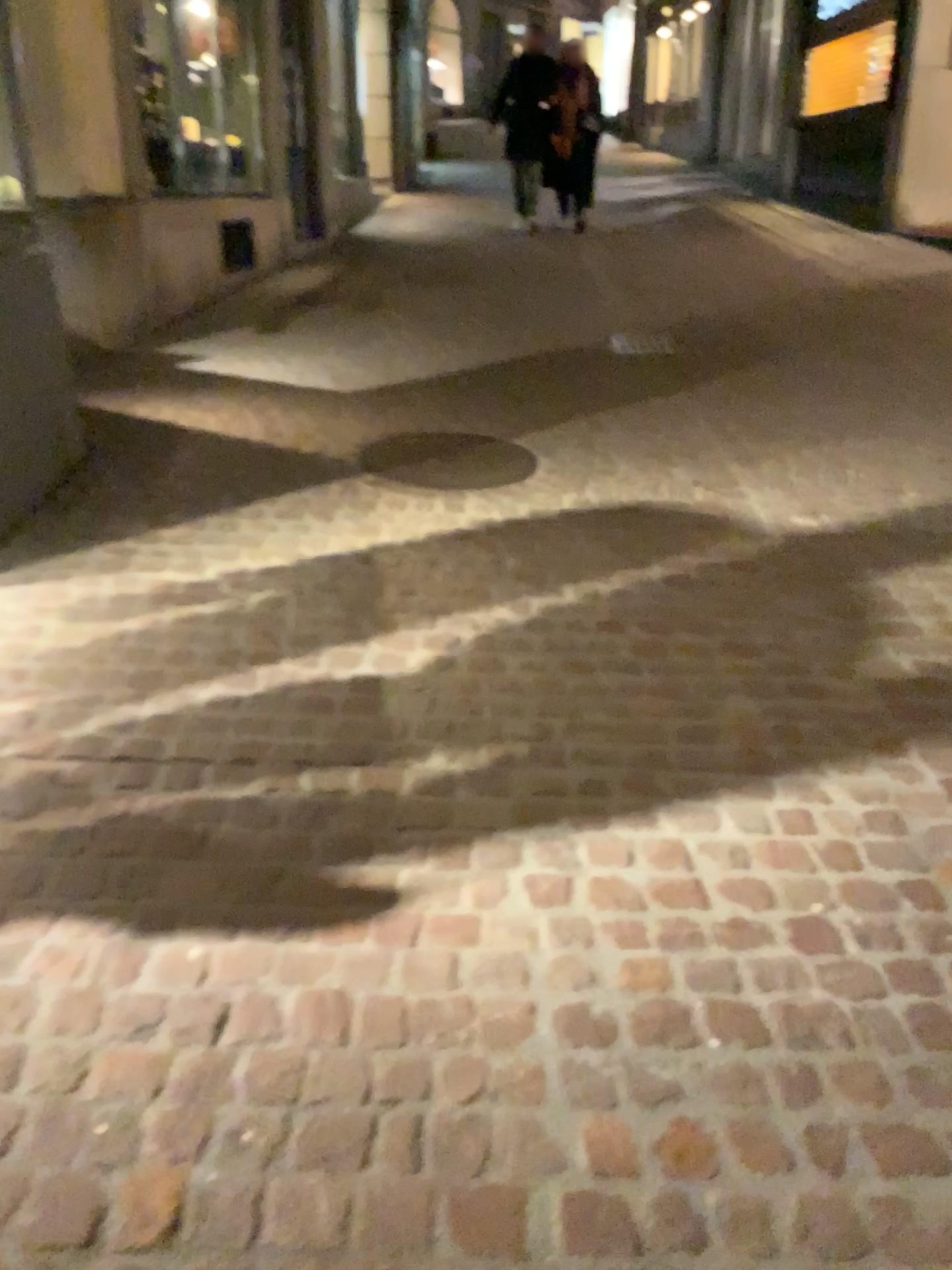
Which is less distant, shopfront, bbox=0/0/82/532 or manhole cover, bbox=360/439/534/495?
shopfront, bbox=0/0/82/532

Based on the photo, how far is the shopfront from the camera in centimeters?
339cm

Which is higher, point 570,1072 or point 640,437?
point 640,437

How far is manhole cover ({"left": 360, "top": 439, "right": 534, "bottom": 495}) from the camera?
4.05m

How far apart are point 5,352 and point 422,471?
1.48m

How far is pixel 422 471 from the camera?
4.1m

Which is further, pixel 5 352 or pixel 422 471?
pixel 422 471

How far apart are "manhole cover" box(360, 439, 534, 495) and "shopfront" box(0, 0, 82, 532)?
1.1 meters
